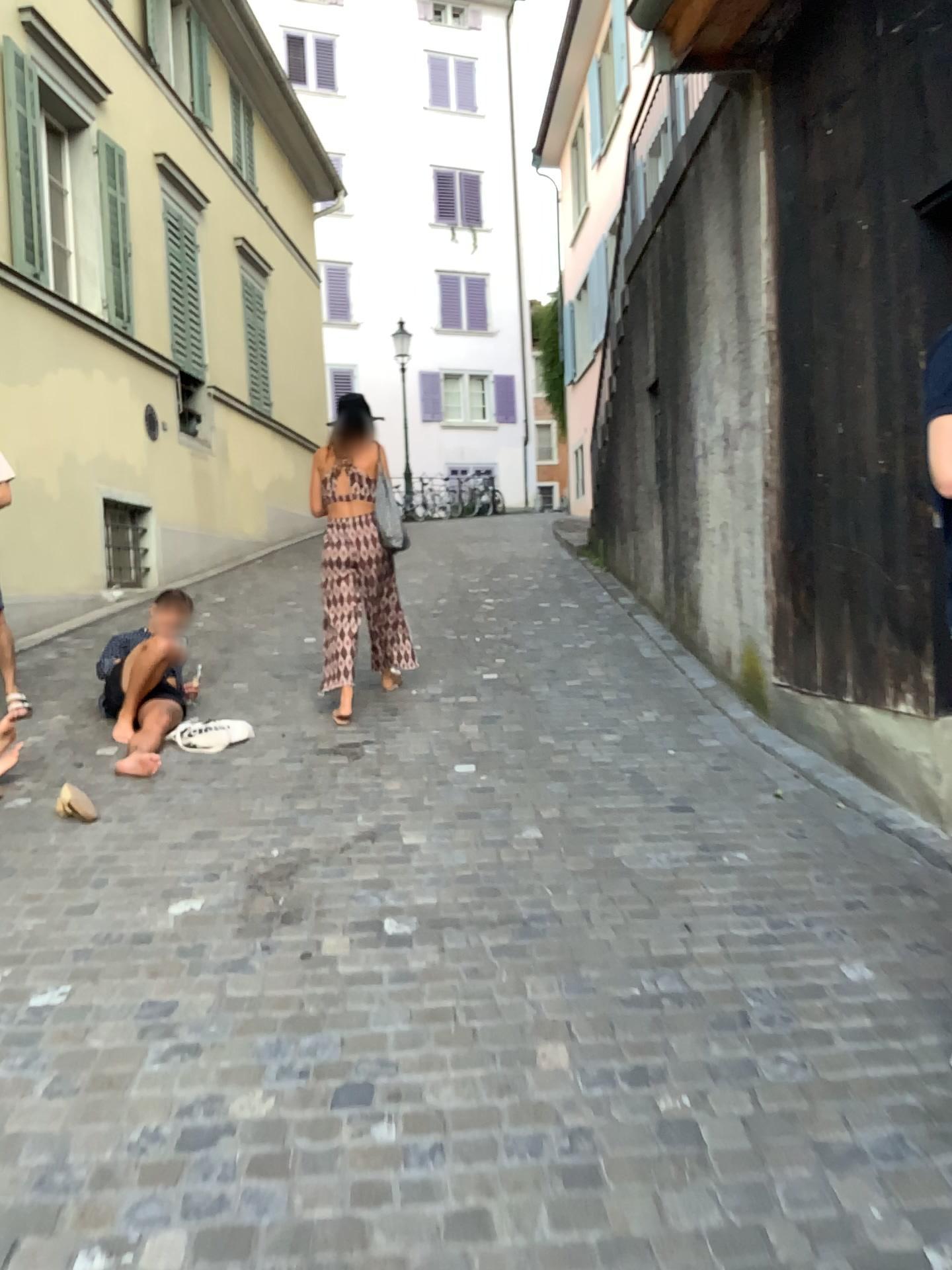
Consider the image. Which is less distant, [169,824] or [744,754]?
[169,824]
